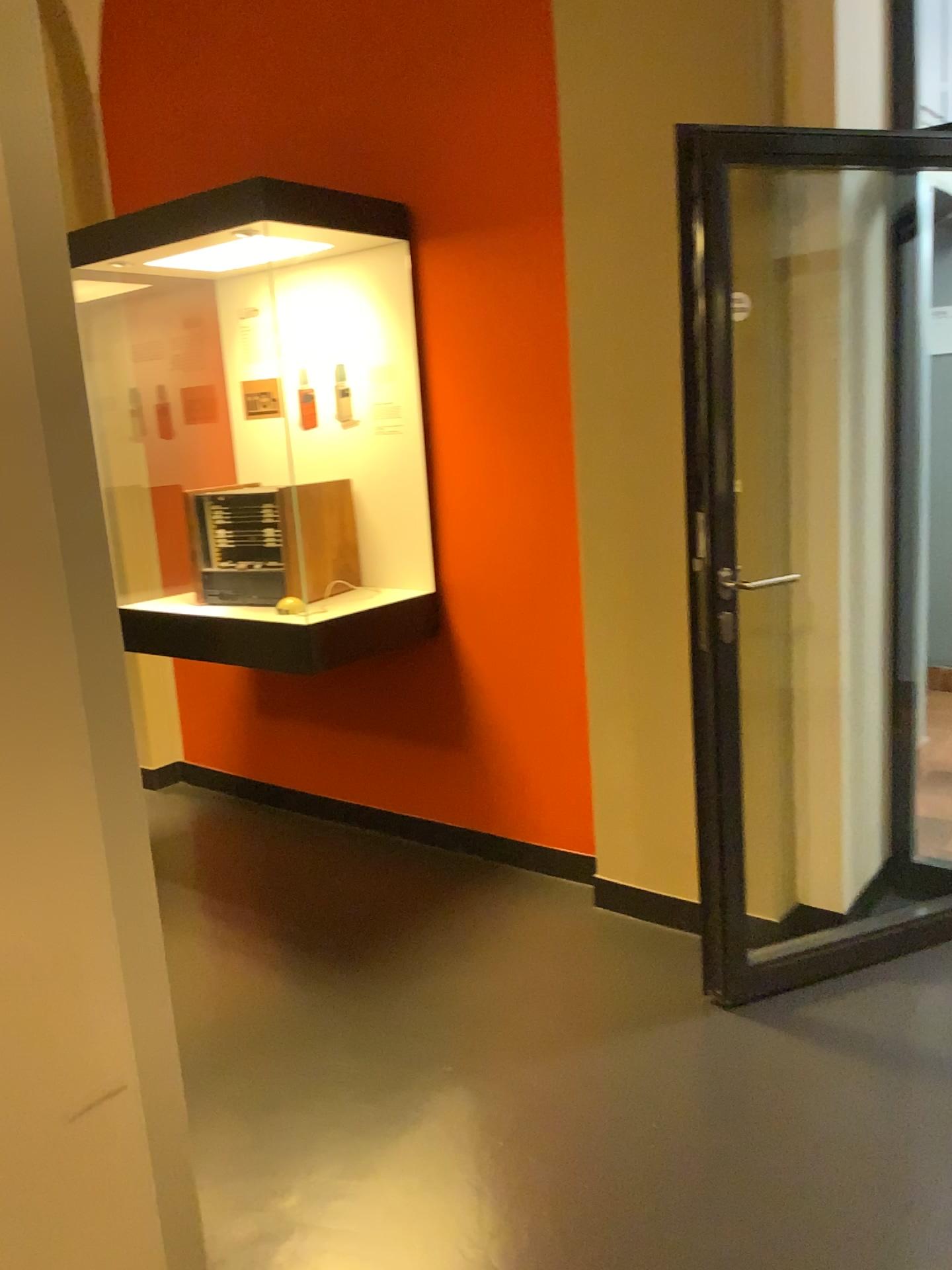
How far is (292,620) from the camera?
3.1m

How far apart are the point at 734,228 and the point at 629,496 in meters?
0.7 m

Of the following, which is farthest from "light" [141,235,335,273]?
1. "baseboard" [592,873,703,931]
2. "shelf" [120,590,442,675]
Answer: "baseboard" [592,873,703,931]

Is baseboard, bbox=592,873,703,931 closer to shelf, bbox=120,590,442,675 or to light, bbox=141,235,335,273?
shelf, bbox=120,590,442,675

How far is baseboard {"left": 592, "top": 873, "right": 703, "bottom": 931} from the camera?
2.9 meters

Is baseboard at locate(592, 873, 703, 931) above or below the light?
below

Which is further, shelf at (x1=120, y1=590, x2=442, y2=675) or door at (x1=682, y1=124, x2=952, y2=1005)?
shelf at (x1=120, y1=590, x2=442, y2=675)

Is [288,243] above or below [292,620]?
above

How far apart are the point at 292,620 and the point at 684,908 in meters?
1.4

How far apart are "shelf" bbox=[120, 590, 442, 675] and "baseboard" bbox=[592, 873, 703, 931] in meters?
0.9
